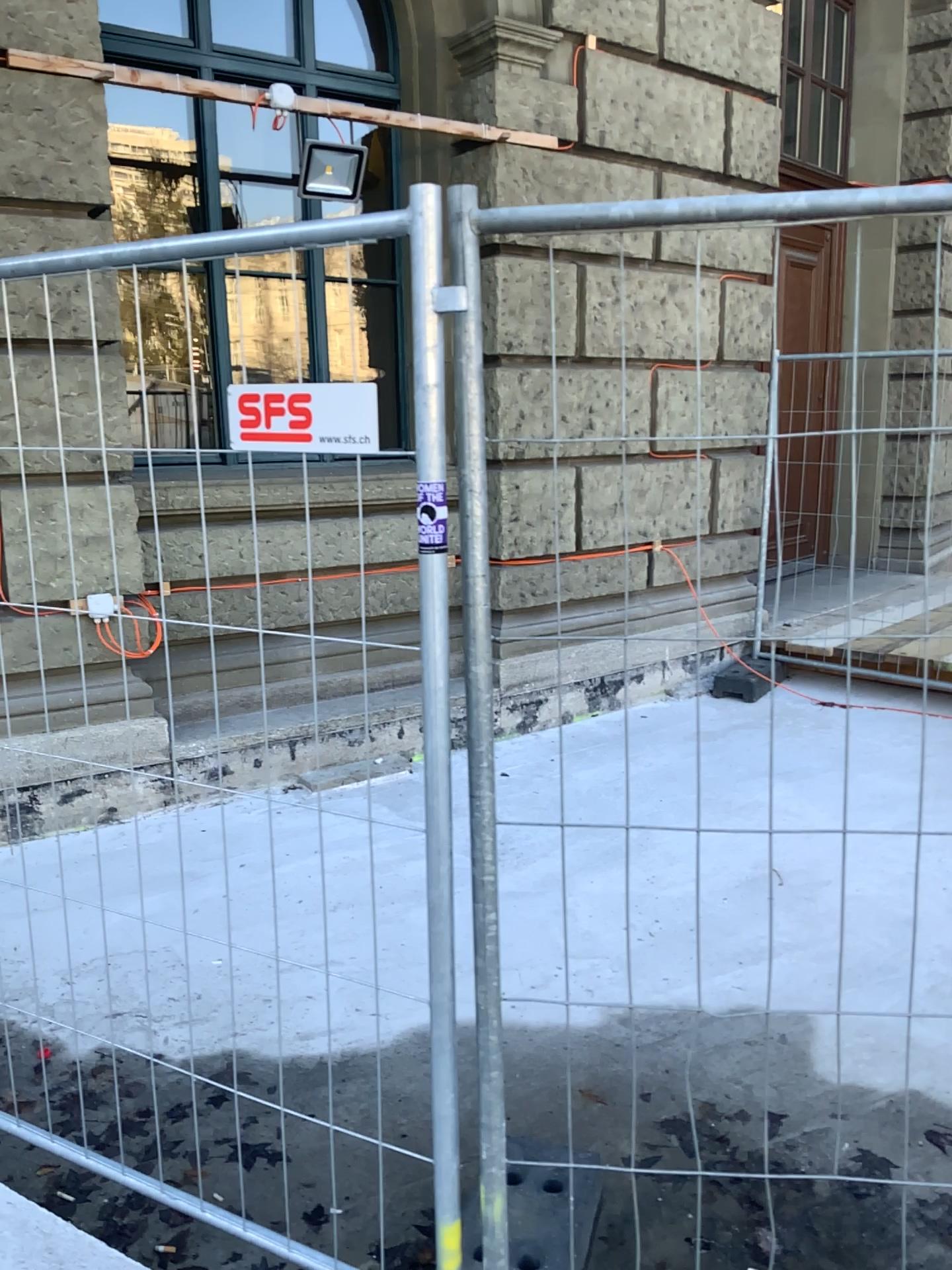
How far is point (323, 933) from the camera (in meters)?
2.34
